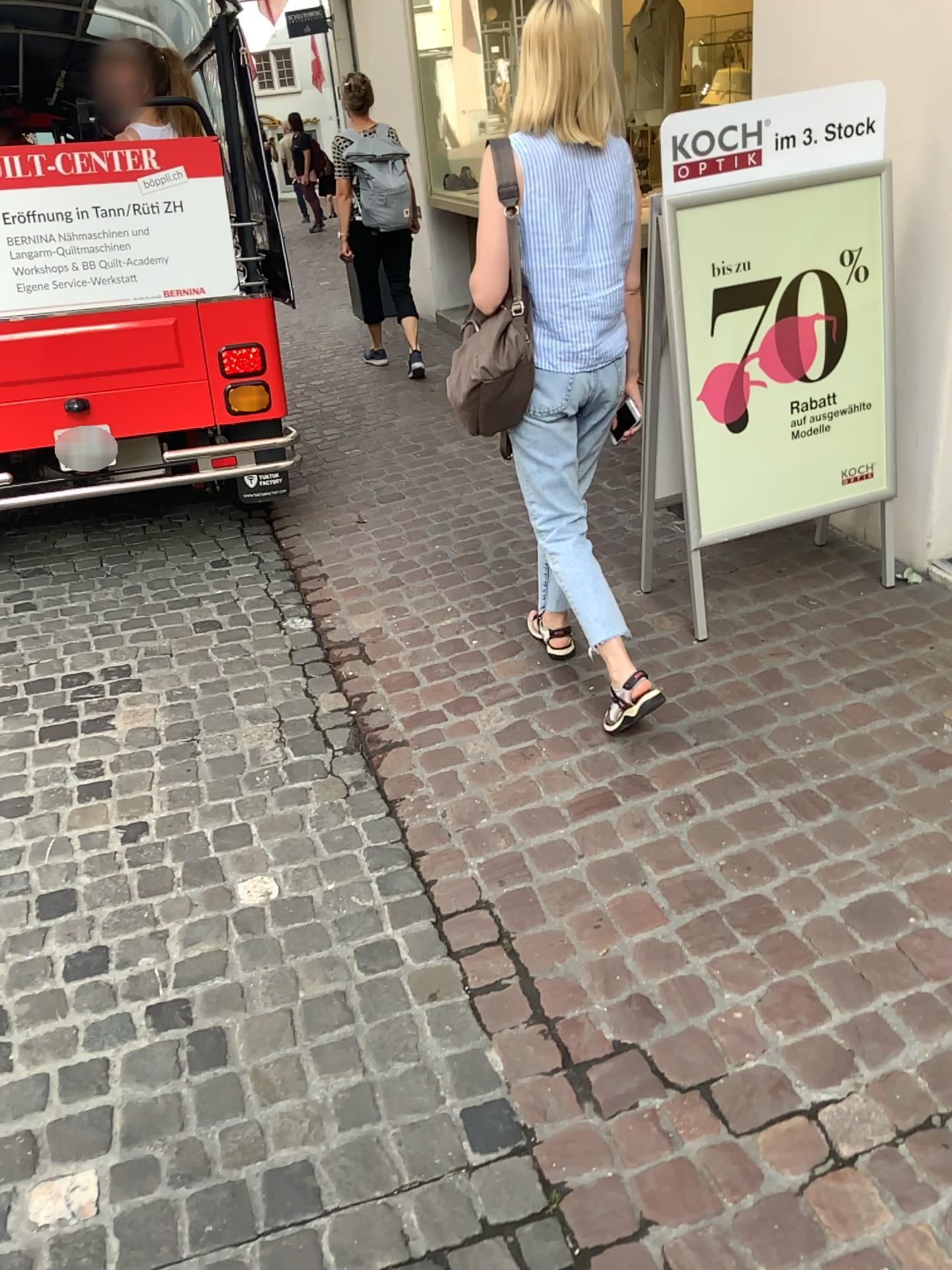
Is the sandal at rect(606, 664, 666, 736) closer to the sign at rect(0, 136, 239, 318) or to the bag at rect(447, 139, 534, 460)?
the bag at rect(447, 139, 534, 460)

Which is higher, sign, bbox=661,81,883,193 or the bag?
sign, bbox=661,81,883,193

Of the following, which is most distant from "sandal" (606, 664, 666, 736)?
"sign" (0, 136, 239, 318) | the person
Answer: "sign" (0, 136, 239, 318)

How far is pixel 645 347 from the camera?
2.9m

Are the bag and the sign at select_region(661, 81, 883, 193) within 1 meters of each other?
yes

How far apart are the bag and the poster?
0.58m

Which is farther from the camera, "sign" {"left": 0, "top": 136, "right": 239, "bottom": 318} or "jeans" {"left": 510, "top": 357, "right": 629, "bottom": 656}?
"sign" {"left": 0, "top": 136, "right": 239, "bottom": 318}

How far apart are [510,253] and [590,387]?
0.35m

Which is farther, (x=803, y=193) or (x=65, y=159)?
(x=65, y=159)

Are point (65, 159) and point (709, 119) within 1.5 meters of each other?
no
